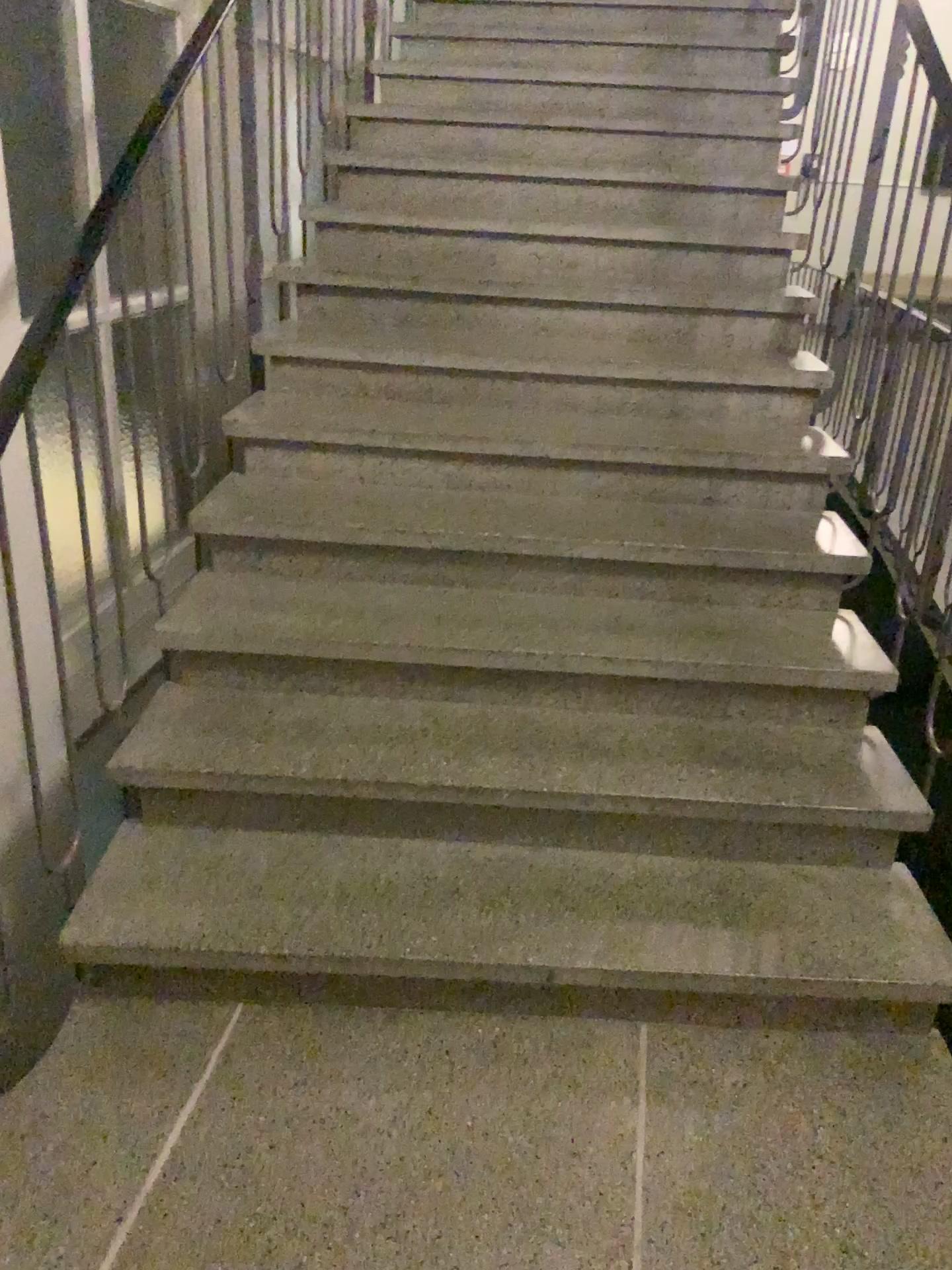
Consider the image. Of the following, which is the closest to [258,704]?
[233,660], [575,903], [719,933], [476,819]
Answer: [233,660]
